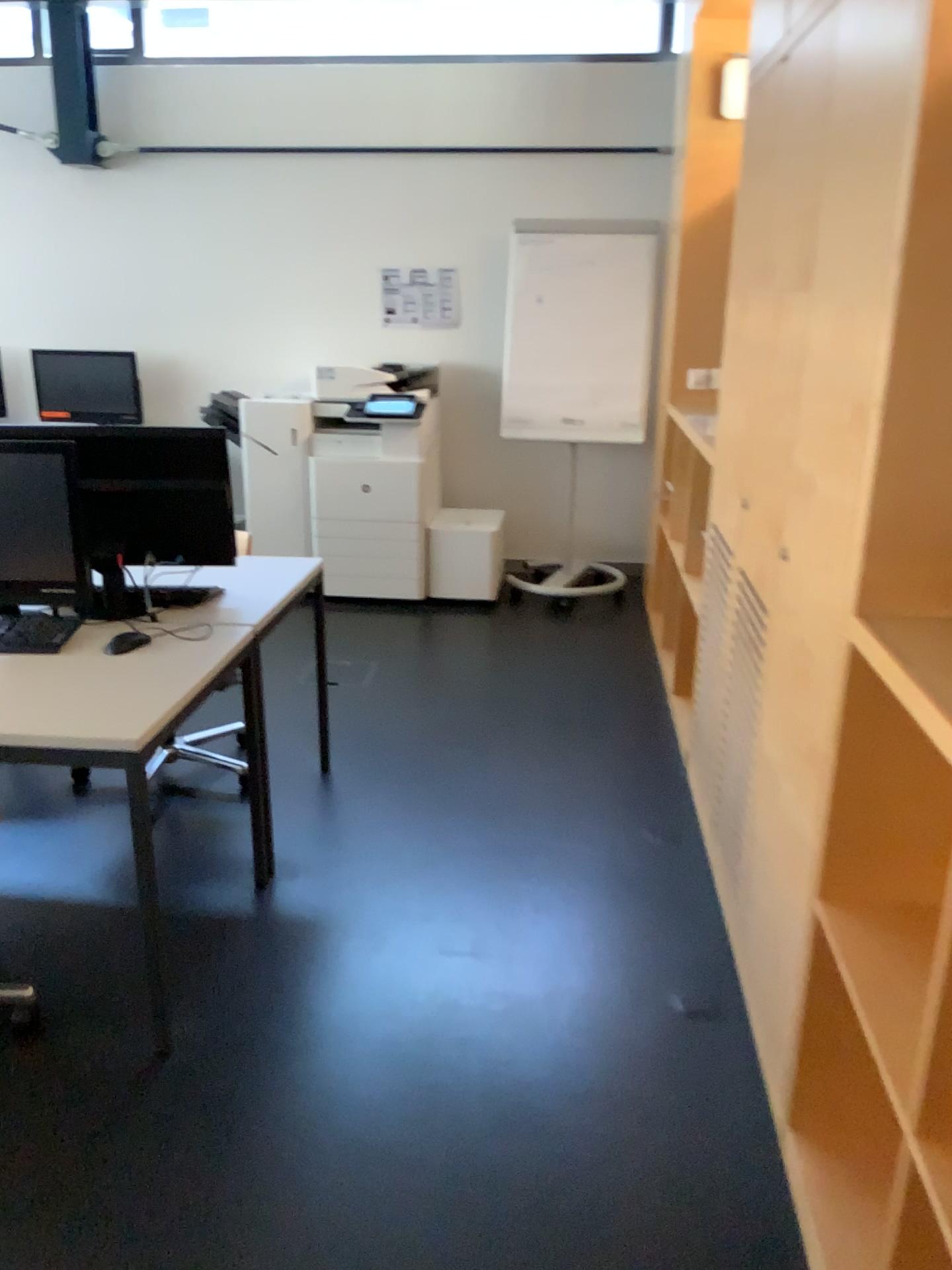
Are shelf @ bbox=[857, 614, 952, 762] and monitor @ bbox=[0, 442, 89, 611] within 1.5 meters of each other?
no

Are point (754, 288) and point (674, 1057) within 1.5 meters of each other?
no

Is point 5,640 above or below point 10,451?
below

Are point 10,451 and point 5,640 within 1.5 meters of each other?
yes

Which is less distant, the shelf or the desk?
the shelf

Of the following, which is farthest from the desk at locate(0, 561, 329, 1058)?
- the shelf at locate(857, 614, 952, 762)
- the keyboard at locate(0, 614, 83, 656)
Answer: the shelf at locate(857, 614, 952, 762)

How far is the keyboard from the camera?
2.5 meters

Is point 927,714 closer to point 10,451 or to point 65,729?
point 65,729

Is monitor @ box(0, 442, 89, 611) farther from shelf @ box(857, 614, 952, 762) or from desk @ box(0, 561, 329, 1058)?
shelf @ box(857, 614, 952, 762)

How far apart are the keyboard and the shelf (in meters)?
1.80
